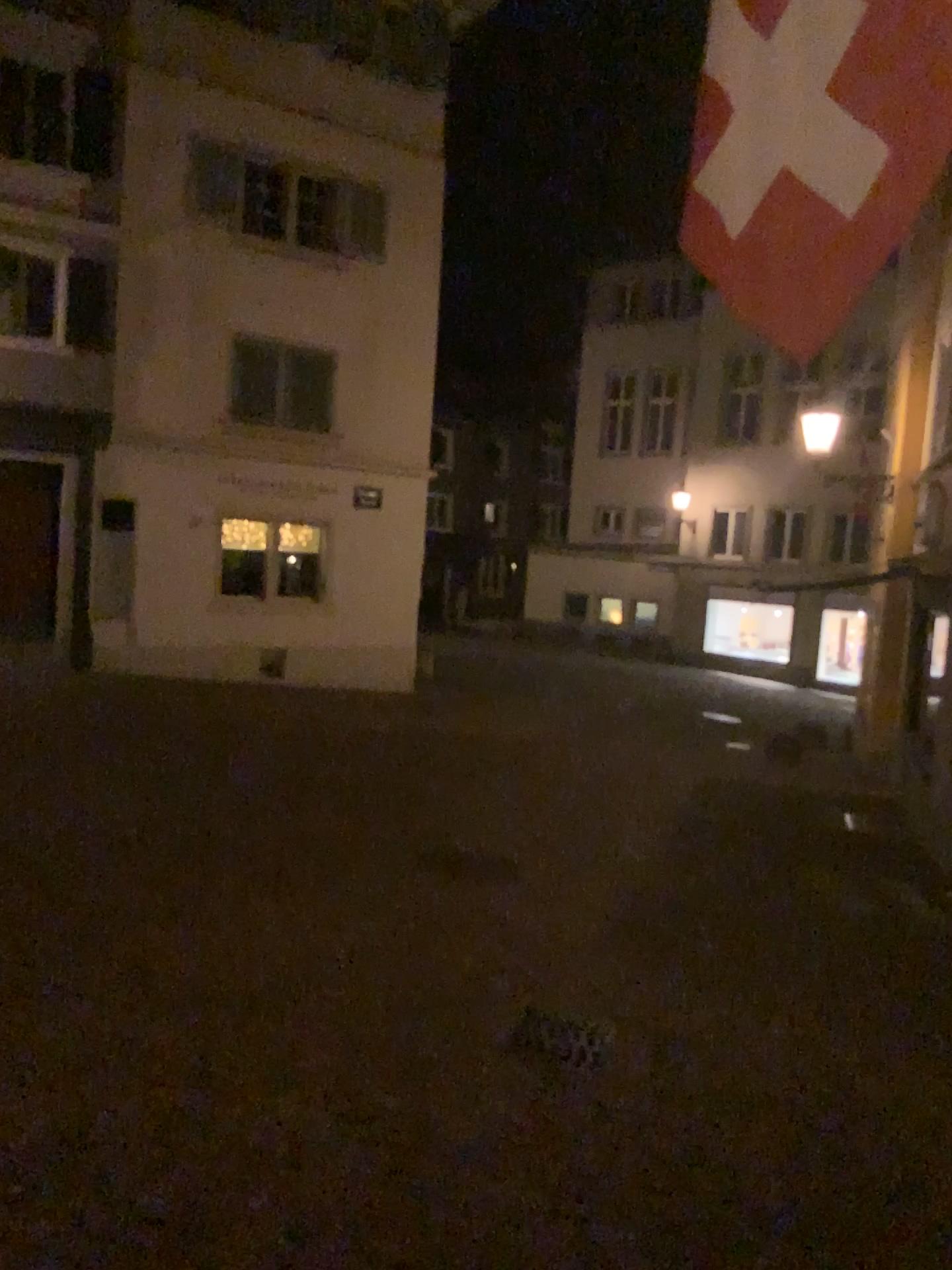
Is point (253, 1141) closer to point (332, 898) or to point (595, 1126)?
point (595, 1126)
